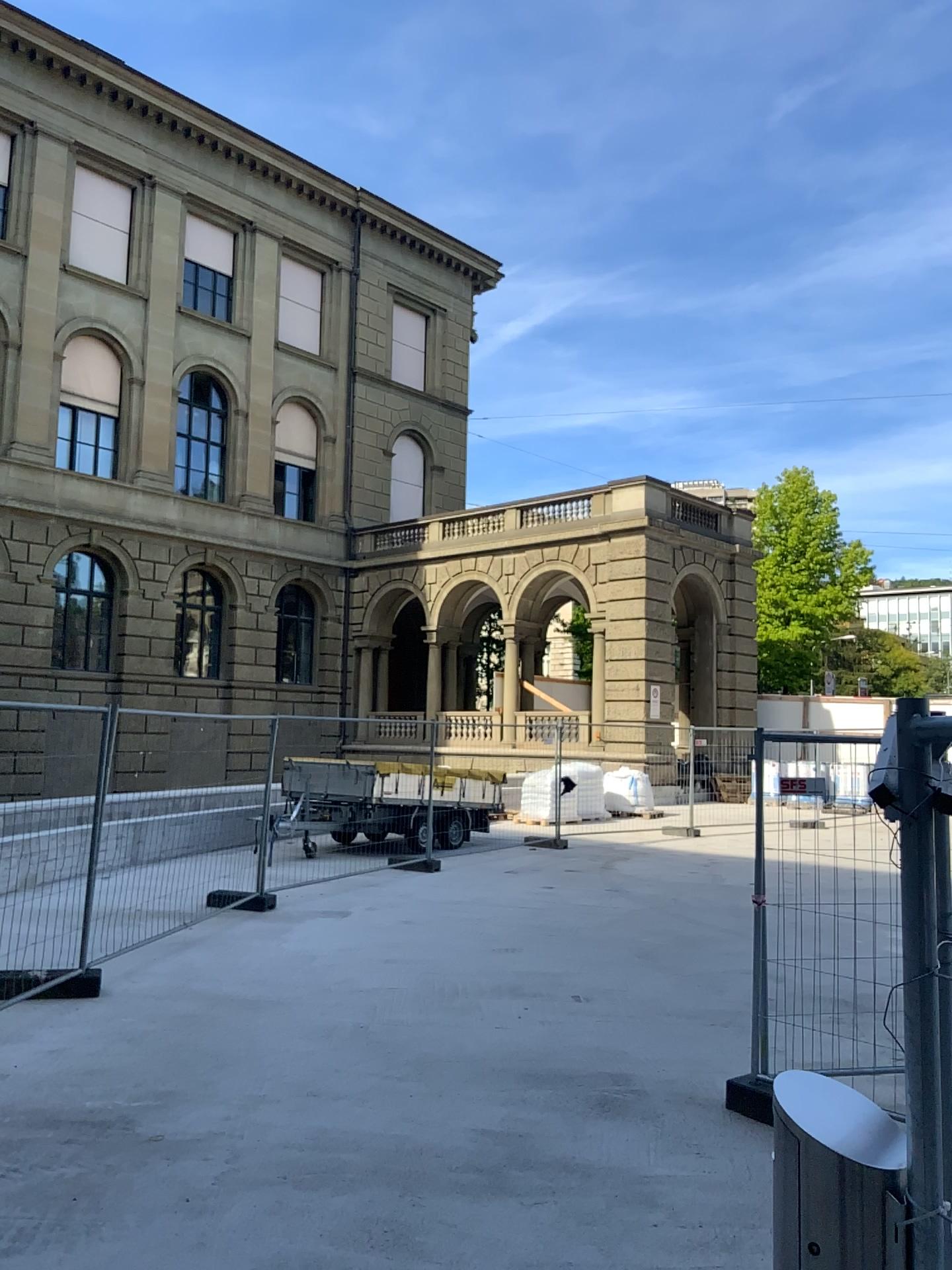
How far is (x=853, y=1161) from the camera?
1.3m

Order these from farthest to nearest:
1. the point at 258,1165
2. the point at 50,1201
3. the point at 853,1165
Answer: the point at 258,1165 < the point at 50,1201 < the point at 853,1165

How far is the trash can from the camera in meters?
1.3
